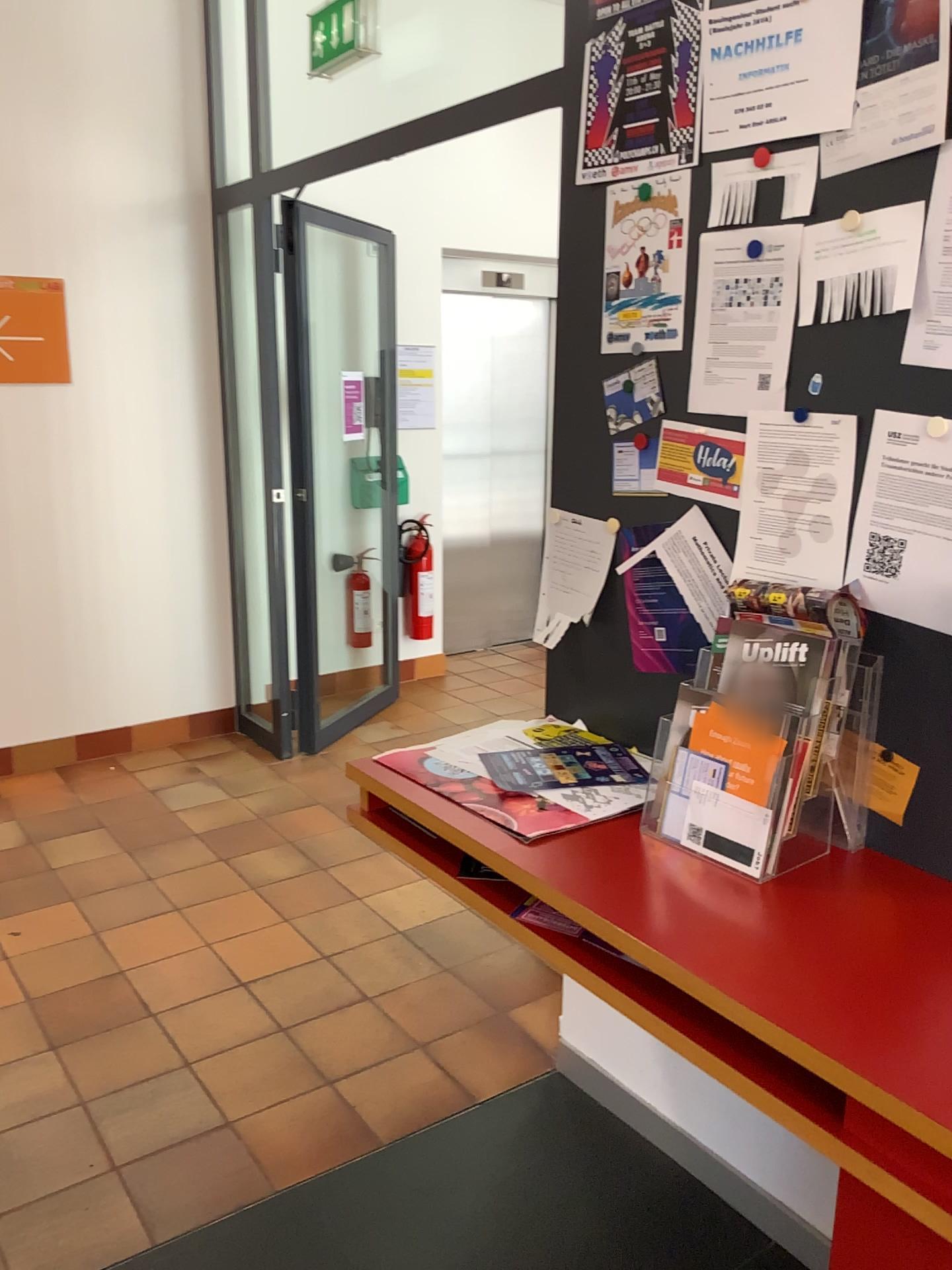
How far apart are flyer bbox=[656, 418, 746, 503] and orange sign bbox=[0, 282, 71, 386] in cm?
309

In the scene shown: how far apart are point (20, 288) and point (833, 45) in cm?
342

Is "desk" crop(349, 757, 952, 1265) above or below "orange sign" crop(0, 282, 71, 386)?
below

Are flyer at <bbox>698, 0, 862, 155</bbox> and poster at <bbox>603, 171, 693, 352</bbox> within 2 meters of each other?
yes

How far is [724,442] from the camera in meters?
1.8 m

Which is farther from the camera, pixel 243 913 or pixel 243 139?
pixel 243 139

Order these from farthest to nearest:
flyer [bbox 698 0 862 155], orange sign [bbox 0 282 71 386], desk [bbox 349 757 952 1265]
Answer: orange sign [bbox 0 282 71 386] < flyer [bbox 698 0 862 155] < desk [bbox 349 757 952 1265]

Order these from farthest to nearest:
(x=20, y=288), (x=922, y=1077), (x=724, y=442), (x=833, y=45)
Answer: (x=20, y=288)
(x=724, y=442)
(x=833, y=45)
(x=922, y=1077)

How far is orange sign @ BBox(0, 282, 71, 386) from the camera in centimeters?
407cm

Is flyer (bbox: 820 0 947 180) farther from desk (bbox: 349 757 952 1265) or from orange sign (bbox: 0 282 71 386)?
orange sign (bbox: 0 282 71 386)
